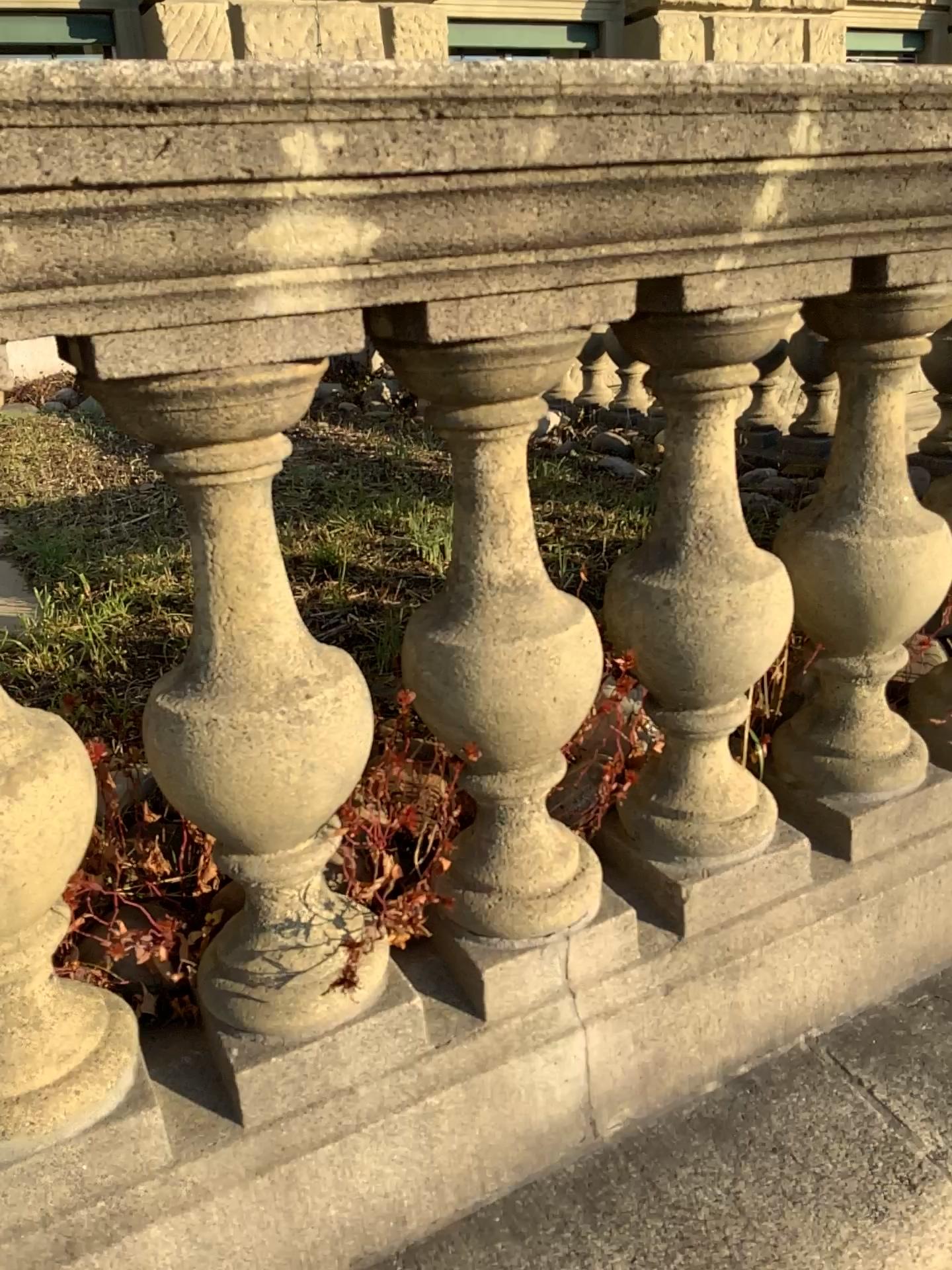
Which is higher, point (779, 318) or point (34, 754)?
point (779, 318)

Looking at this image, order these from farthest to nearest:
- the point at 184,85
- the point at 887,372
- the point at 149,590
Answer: the point at 149,590
the point at 887,372
the point at 184,85

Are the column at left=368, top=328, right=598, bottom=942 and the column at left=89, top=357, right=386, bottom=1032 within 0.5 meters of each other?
yes

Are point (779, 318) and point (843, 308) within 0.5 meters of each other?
yes

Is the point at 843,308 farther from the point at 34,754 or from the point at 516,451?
the point at 34,754

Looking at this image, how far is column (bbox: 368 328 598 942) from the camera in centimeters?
97cm

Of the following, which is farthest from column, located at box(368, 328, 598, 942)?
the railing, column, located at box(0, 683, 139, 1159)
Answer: column, located at box(0, 683, 139, 1159)

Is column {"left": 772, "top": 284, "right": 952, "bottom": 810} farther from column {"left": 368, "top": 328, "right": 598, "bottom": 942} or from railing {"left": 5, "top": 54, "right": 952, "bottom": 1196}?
column {"left": 368, "top": 328, "right": 598, "bottom": 942}

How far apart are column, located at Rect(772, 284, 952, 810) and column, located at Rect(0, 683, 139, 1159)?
0.8m

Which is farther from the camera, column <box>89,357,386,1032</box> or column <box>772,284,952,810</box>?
column <box>772,284,952,810</box>
